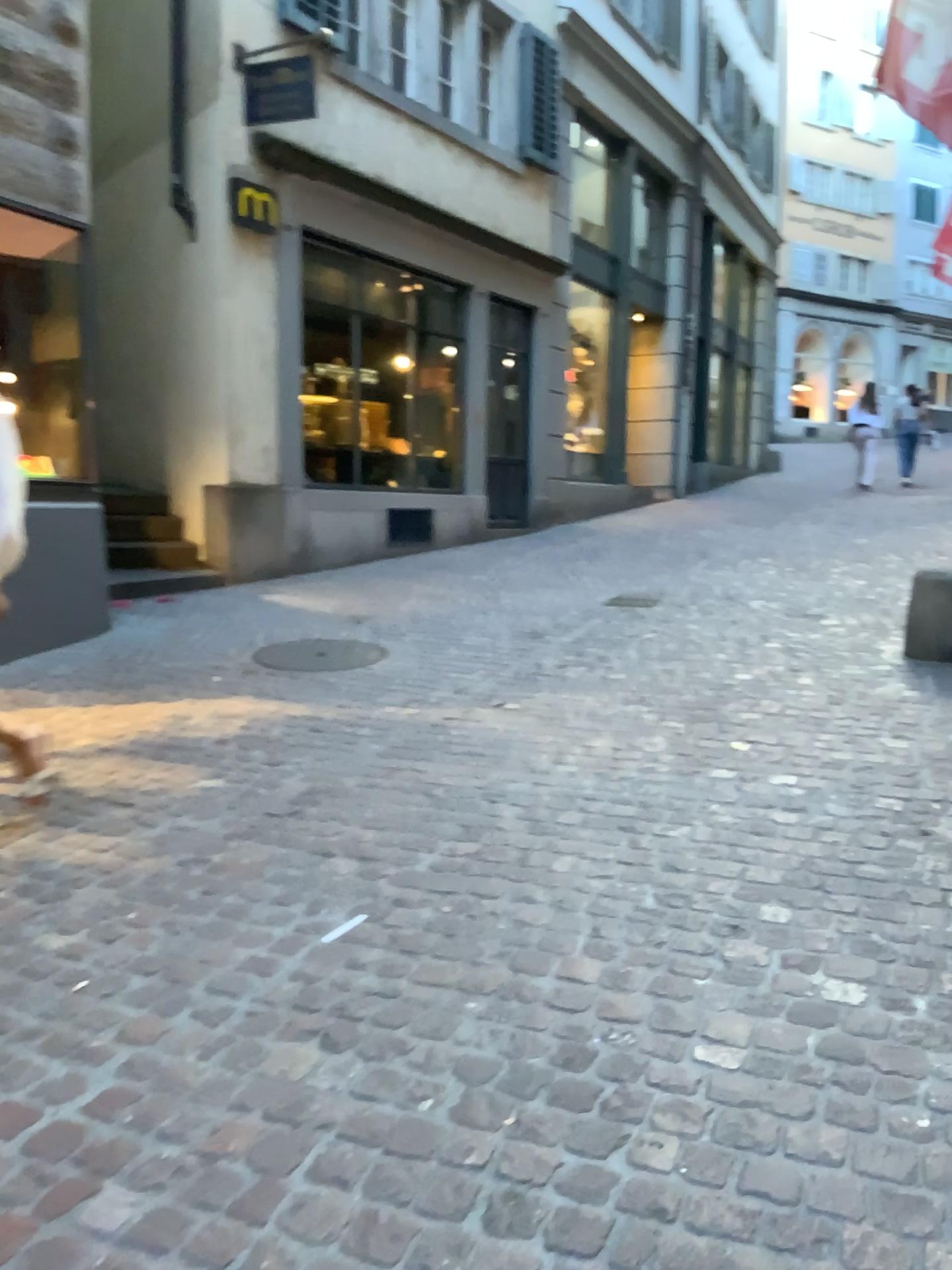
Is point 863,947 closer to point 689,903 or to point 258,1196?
point 689,903
